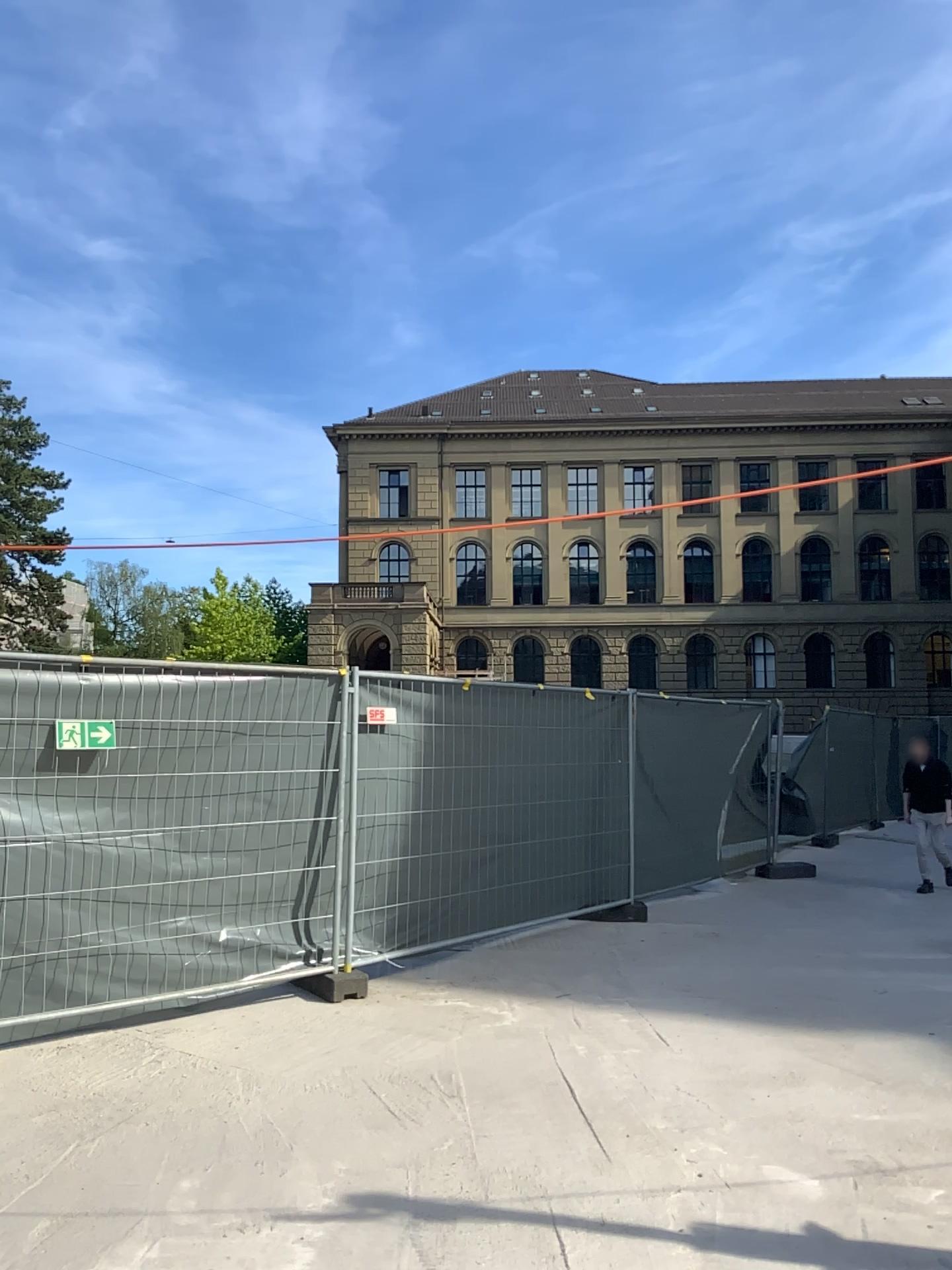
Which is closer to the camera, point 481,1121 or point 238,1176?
point 238,1176
